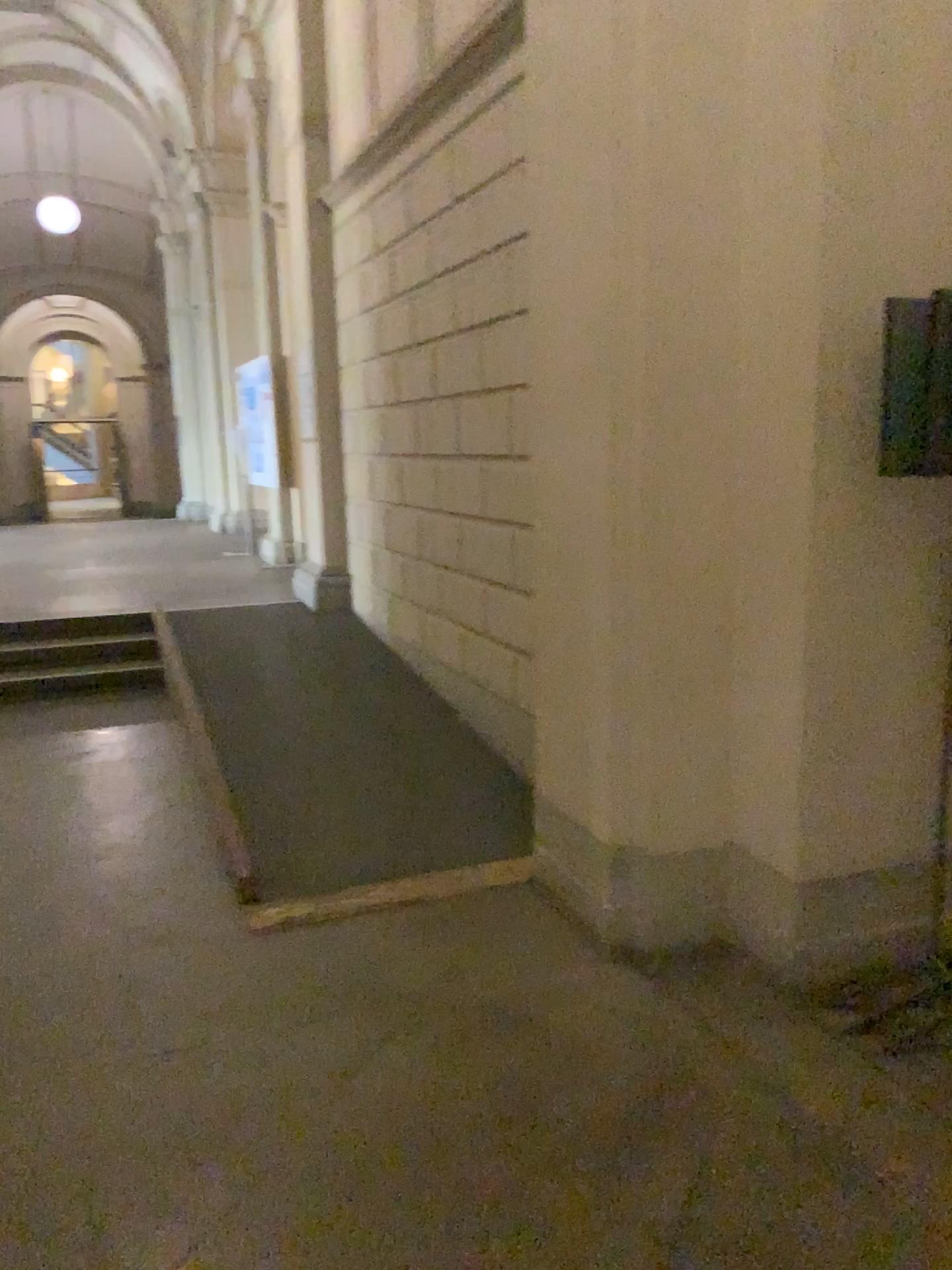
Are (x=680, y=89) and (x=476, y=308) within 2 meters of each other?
yes

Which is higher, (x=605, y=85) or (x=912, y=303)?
(x=605, y=85)
